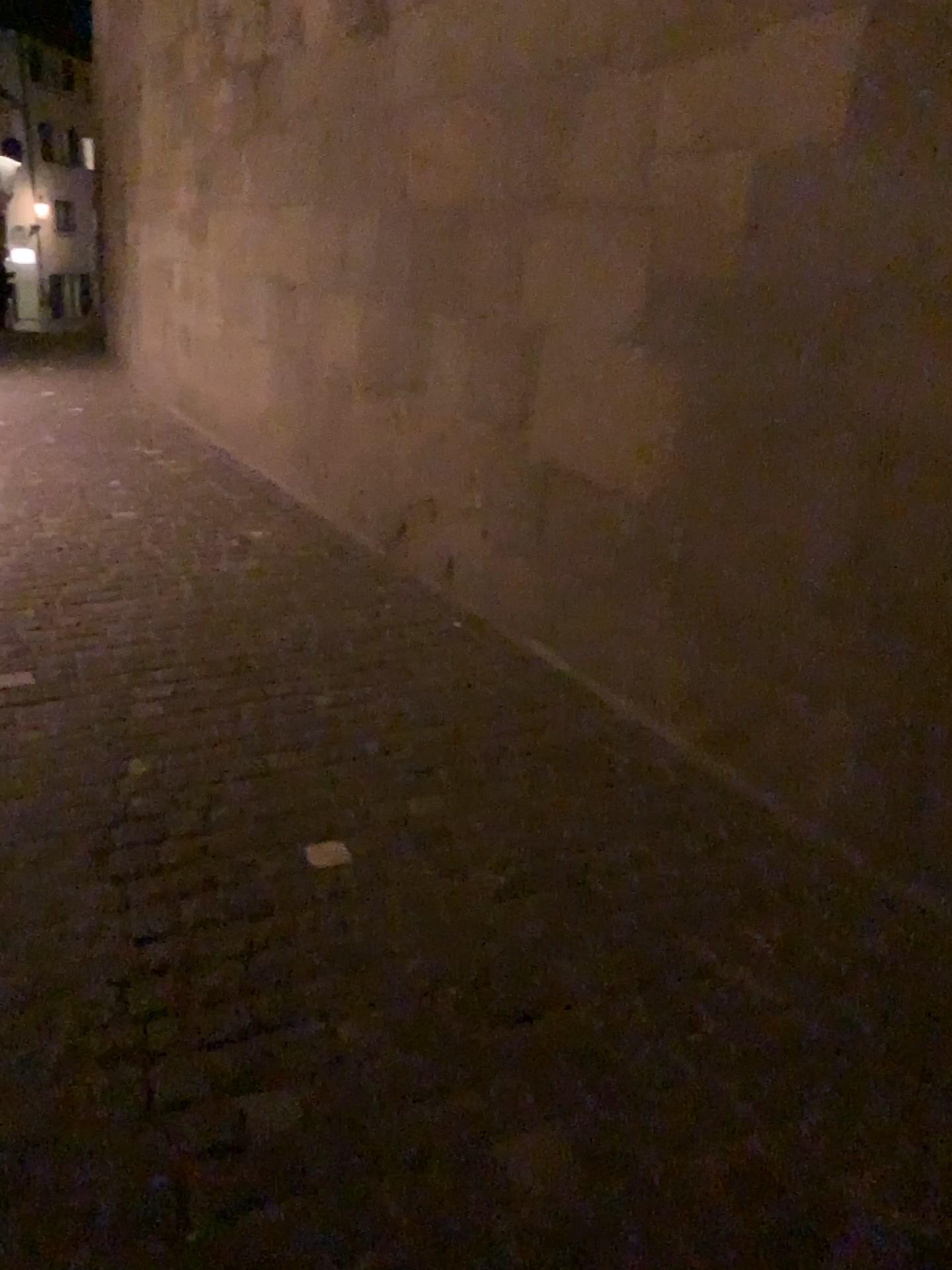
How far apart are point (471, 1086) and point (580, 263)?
2.31m
